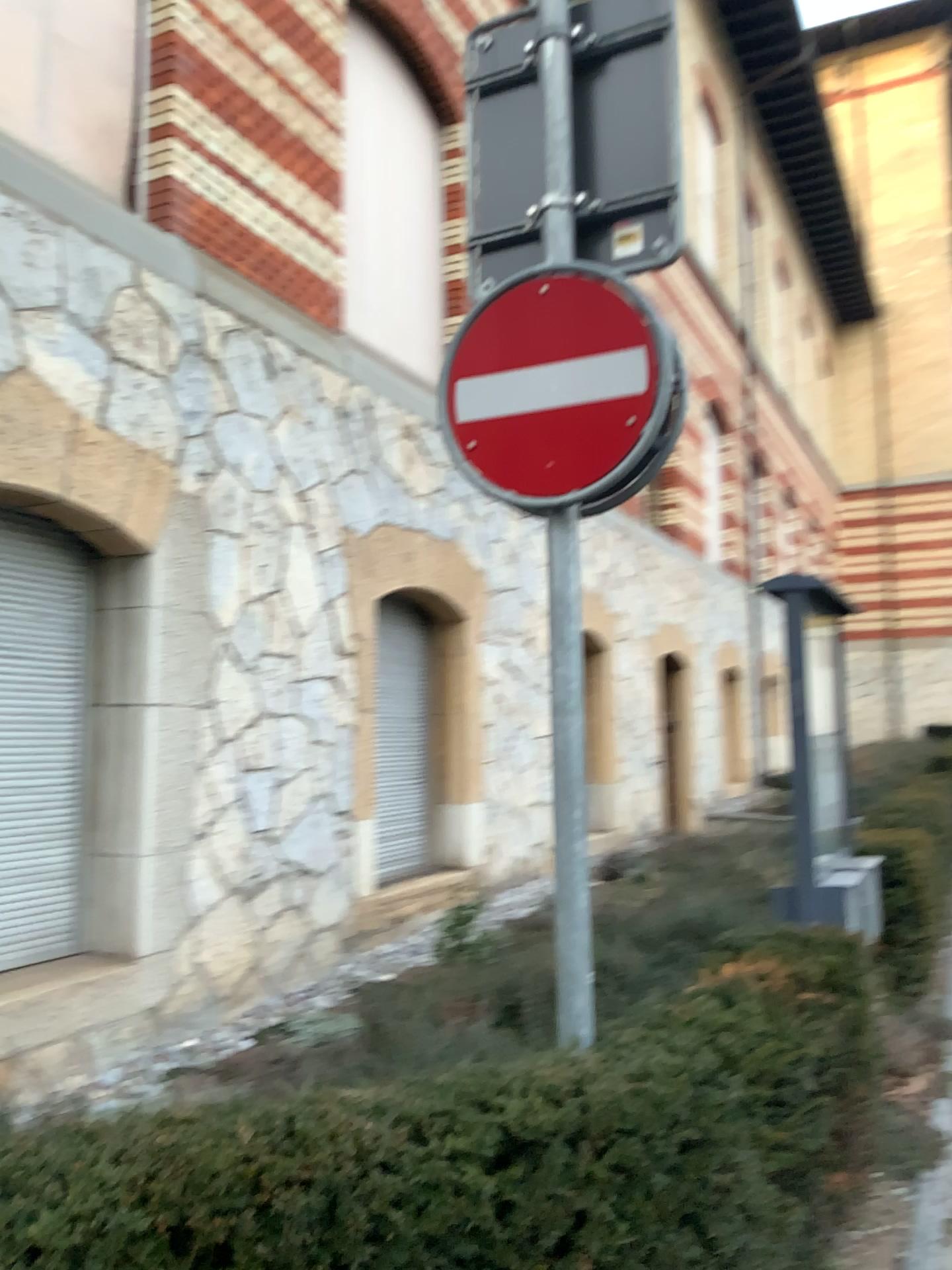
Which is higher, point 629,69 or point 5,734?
point 629,69

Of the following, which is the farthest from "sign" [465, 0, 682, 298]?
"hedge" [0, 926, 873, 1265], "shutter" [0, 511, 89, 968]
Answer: "shutter" [0, 511, 89, 968]

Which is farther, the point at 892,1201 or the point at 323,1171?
the point at 892,1201

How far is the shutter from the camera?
4.48m

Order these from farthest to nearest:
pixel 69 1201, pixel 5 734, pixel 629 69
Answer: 1. pixel 5 734
2. pixel 629 69
3. pixel 69 1201

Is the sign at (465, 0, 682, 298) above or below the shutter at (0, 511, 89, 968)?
above

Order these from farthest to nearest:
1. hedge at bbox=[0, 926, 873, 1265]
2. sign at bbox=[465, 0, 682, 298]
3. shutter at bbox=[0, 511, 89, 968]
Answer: shutter at bbox=[0, 511, 89, 968] < sign at bbox=[465, 0, 682, 298] < hedge at bbox=[0, 926, 873, 1265]

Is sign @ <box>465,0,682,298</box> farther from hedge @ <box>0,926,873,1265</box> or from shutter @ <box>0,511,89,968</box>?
shutter @ <box>0,511,89,968</box>

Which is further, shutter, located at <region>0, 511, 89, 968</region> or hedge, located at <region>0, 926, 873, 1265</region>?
shutter, located at <region>0, 511, 89, 968</region>

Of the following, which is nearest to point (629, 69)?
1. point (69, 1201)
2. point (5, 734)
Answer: point (69, 1201)
